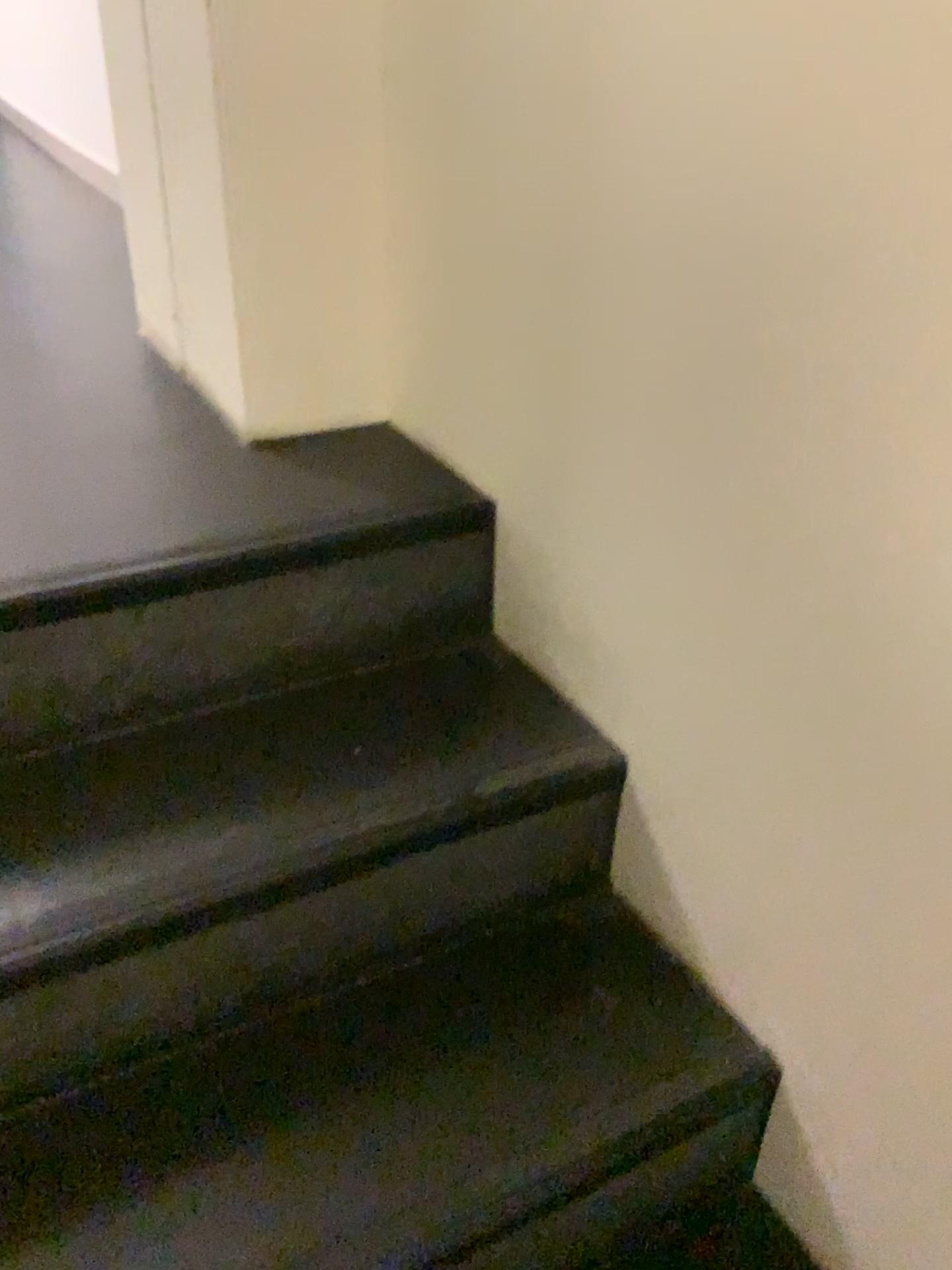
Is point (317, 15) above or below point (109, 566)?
above

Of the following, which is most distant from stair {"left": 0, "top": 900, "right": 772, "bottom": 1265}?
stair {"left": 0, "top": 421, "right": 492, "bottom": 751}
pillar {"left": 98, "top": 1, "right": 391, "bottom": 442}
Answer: pillar {"left": 98, "top": 1, "right": 391, "bottom": 442}

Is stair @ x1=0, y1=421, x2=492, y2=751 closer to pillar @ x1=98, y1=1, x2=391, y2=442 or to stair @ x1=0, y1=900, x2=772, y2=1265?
pillar @ x1=98, y1=1, x2=391, y2=442

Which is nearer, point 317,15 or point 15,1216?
point 15,1216

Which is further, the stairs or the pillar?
the pillar

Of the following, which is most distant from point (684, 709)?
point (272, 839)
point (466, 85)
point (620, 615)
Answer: point (466, 85)

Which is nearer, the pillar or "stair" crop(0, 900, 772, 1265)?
"stair" crop(0, 900, 772, 1265)

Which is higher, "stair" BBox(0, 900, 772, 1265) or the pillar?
the pillar

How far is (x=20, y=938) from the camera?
A: 0.9 meters

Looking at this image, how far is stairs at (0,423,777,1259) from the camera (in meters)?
0.85
